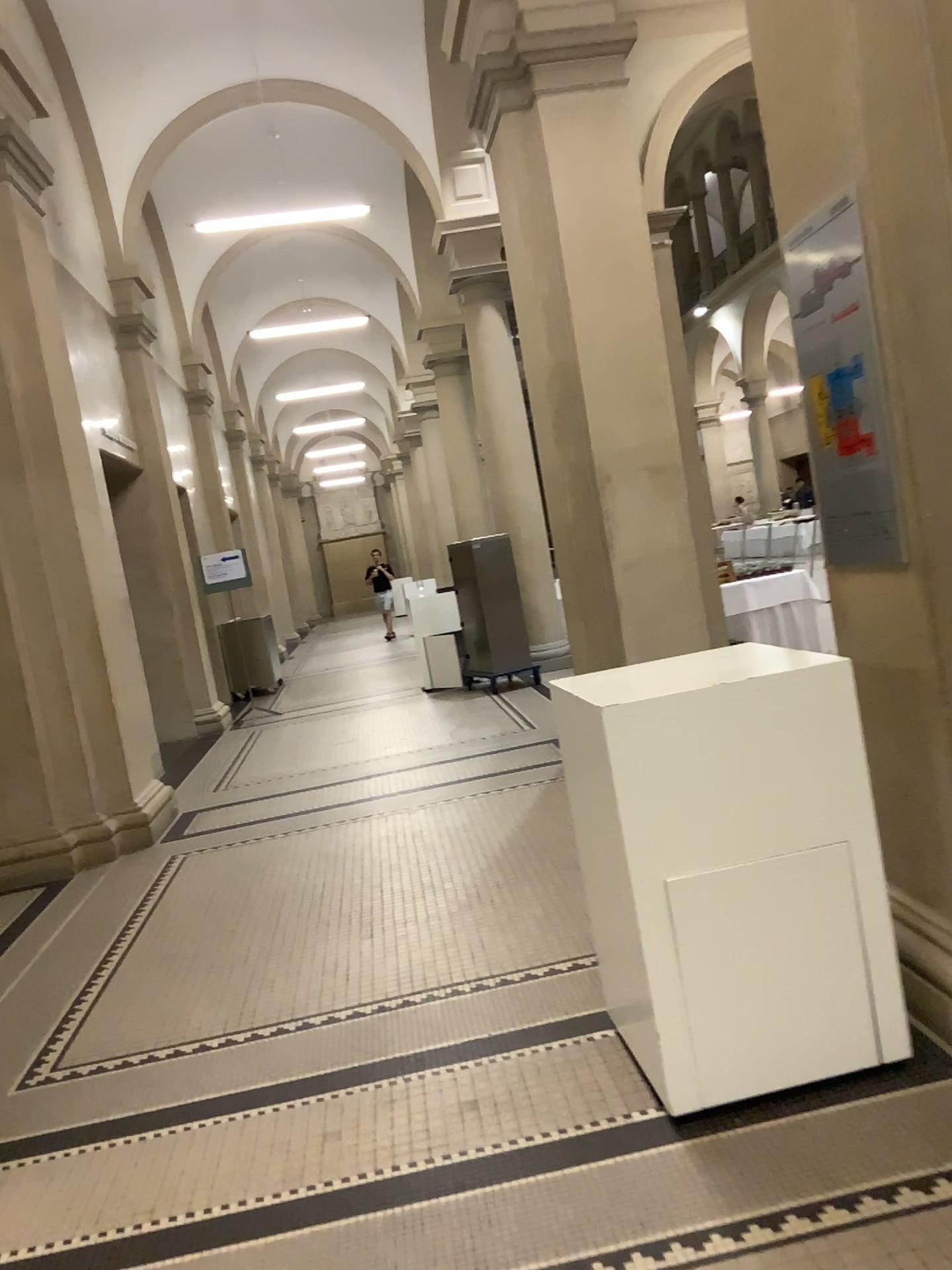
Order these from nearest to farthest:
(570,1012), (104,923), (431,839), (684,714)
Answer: (684,714), (570,1012), (104,923), (431,839)

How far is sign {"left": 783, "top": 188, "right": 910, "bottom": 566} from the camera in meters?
2.6

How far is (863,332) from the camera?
2.56m
